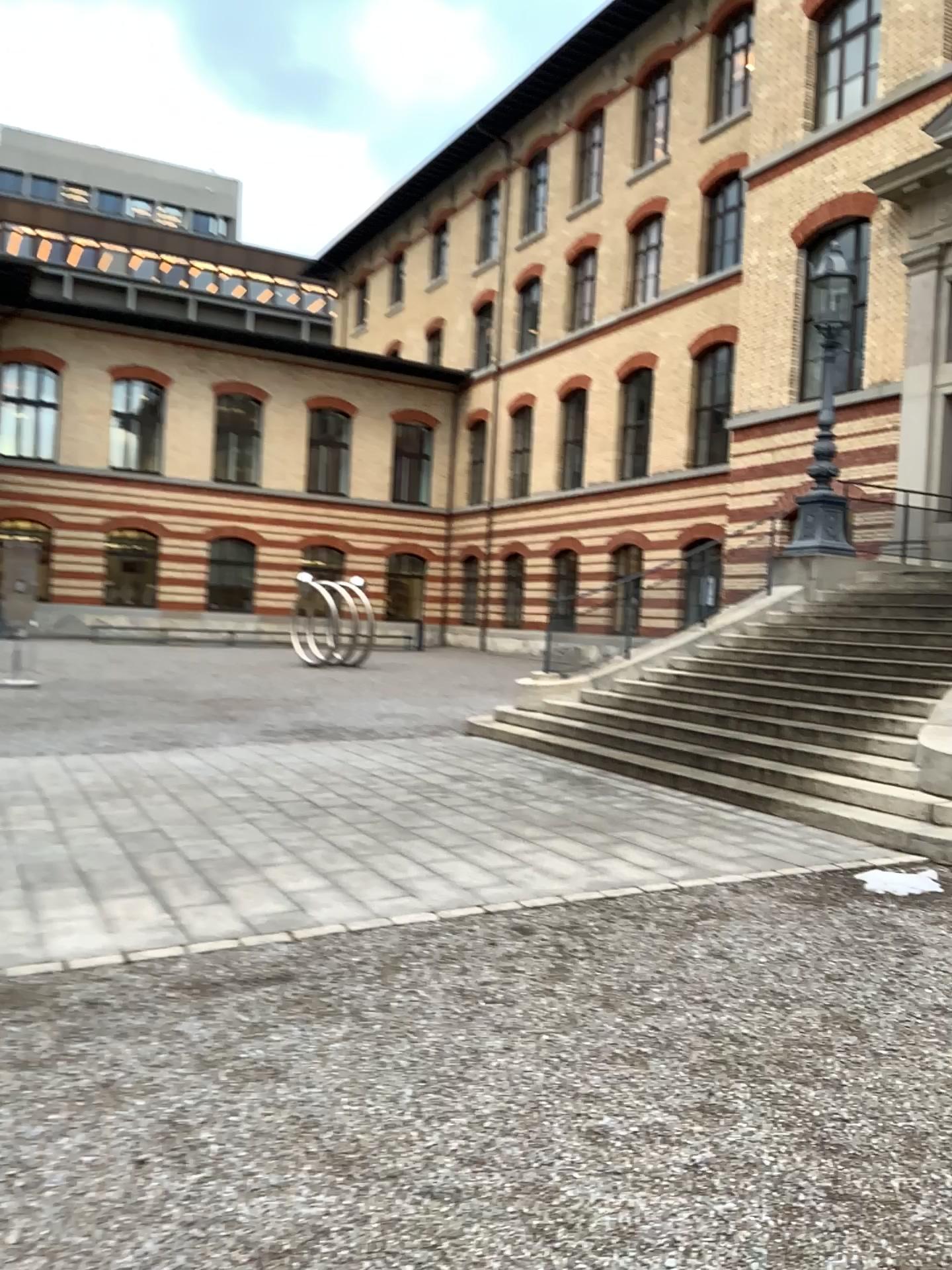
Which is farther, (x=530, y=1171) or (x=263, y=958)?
(x=263, y=958)
